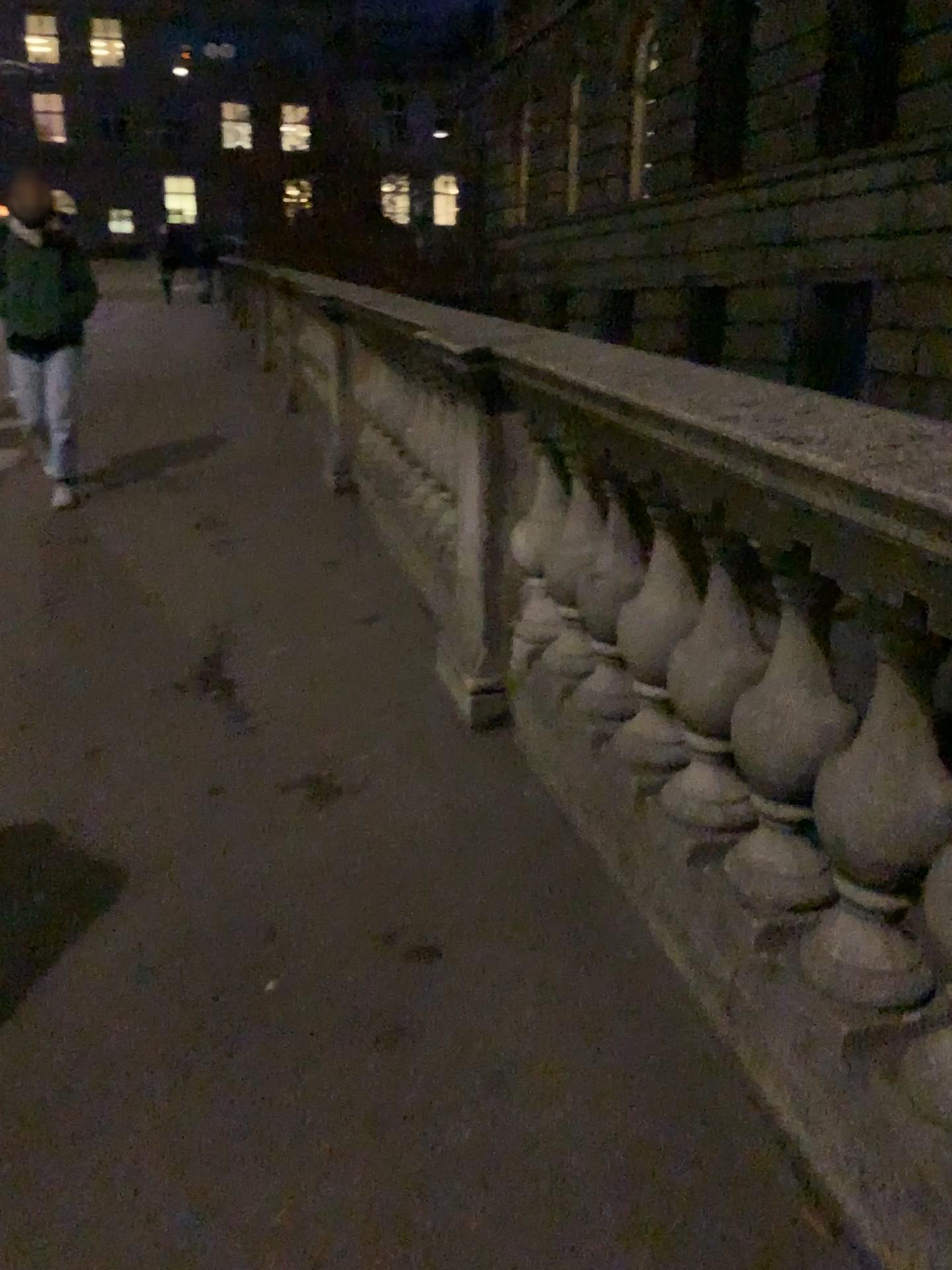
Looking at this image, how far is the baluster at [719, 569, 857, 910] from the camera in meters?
1.6

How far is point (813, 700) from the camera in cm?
160

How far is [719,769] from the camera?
1.92m
